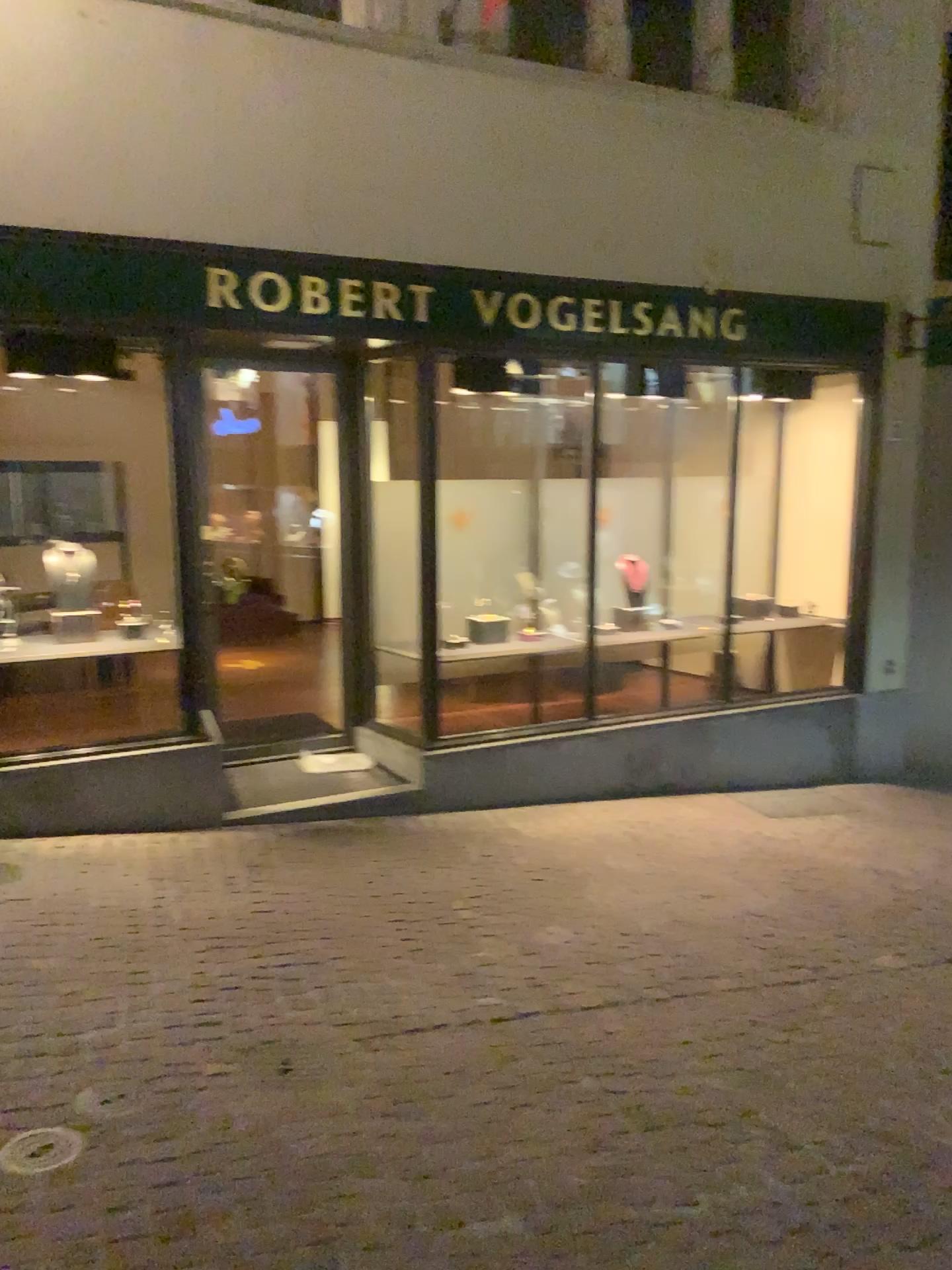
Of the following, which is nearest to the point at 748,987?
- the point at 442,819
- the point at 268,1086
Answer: the point at 268,1086

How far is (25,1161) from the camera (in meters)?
2.60

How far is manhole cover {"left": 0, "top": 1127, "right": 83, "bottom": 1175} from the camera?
2.60m
